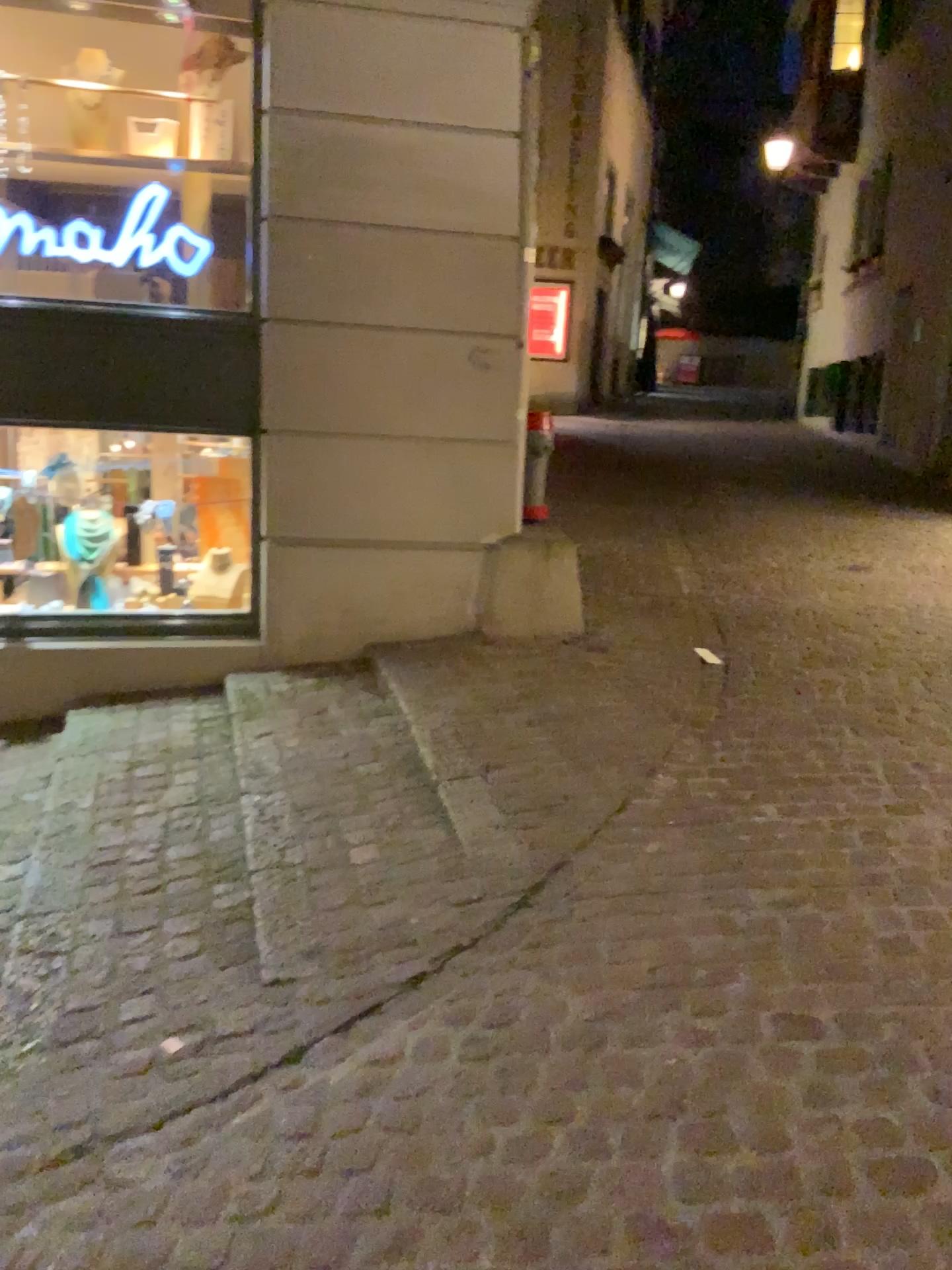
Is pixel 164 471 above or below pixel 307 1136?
above

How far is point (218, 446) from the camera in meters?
4.7

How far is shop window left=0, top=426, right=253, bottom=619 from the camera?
4.7 meters
